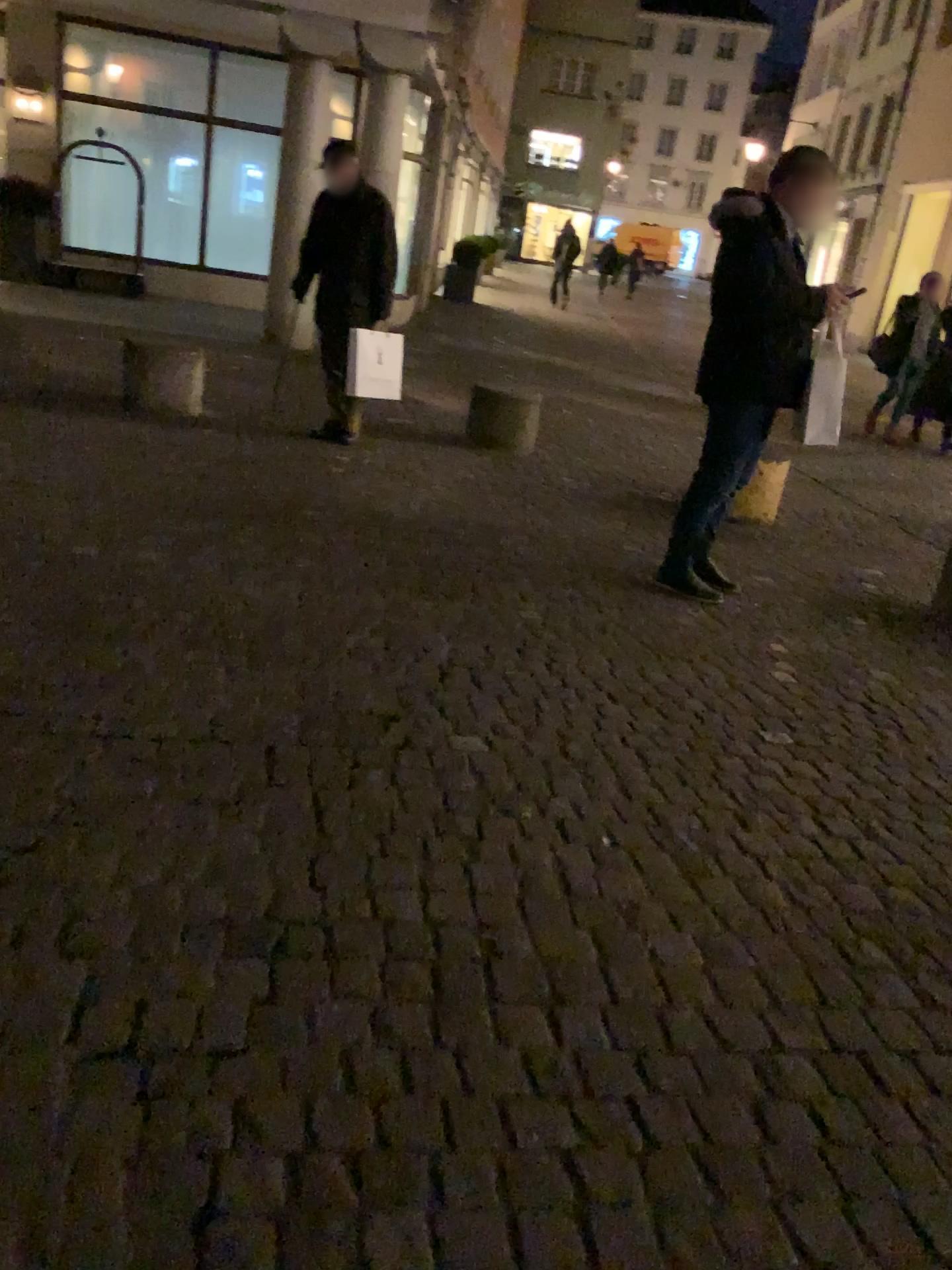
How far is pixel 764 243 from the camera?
3.96m

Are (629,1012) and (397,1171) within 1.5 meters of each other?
yes

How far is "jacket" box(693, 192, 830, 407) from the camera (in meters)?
3.96
